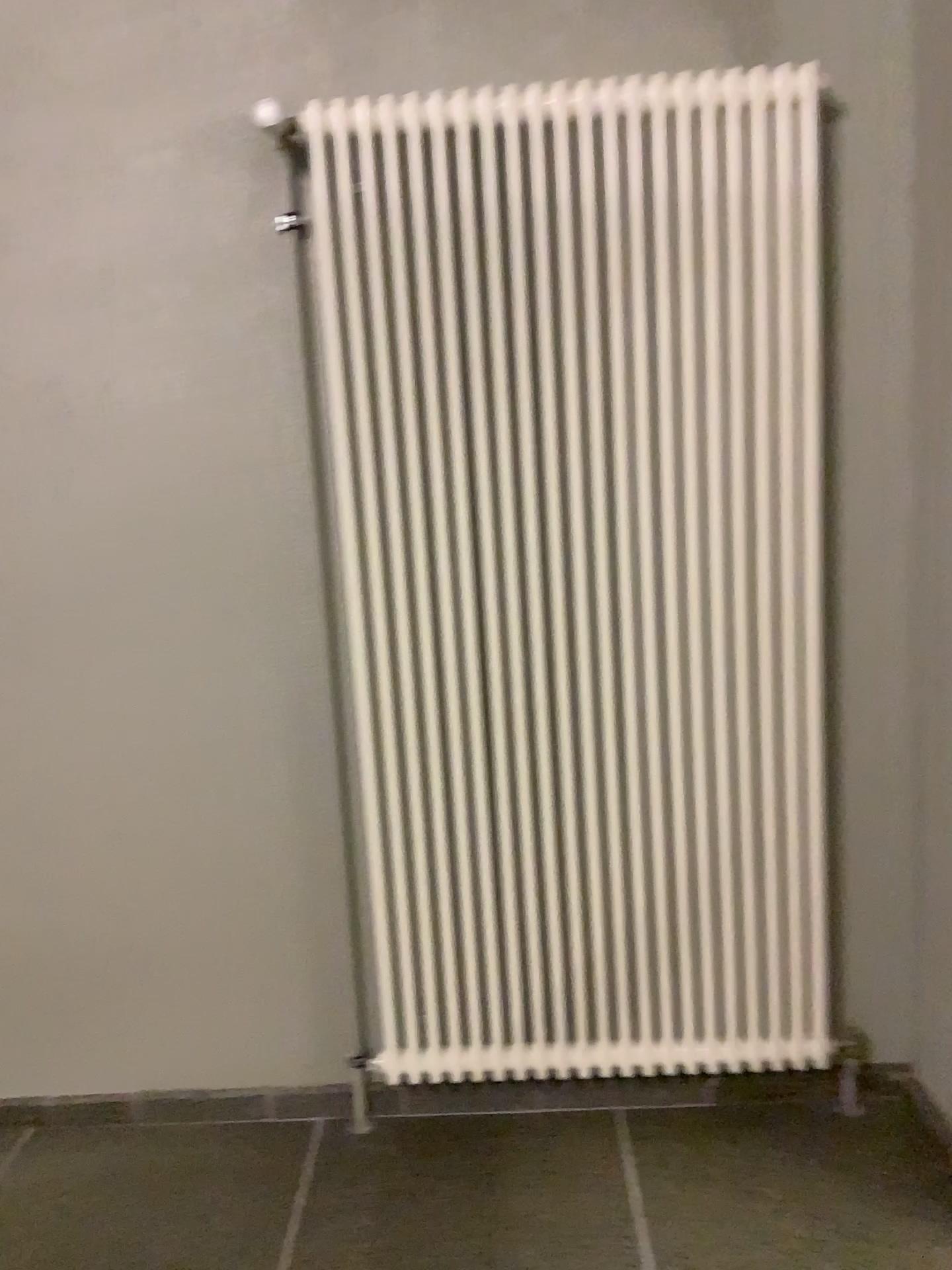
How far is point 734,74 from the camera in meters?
2.0 m

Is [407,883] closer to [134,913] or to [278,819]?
[278,819]

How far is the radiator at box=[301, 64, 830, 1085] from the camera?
1.98m
